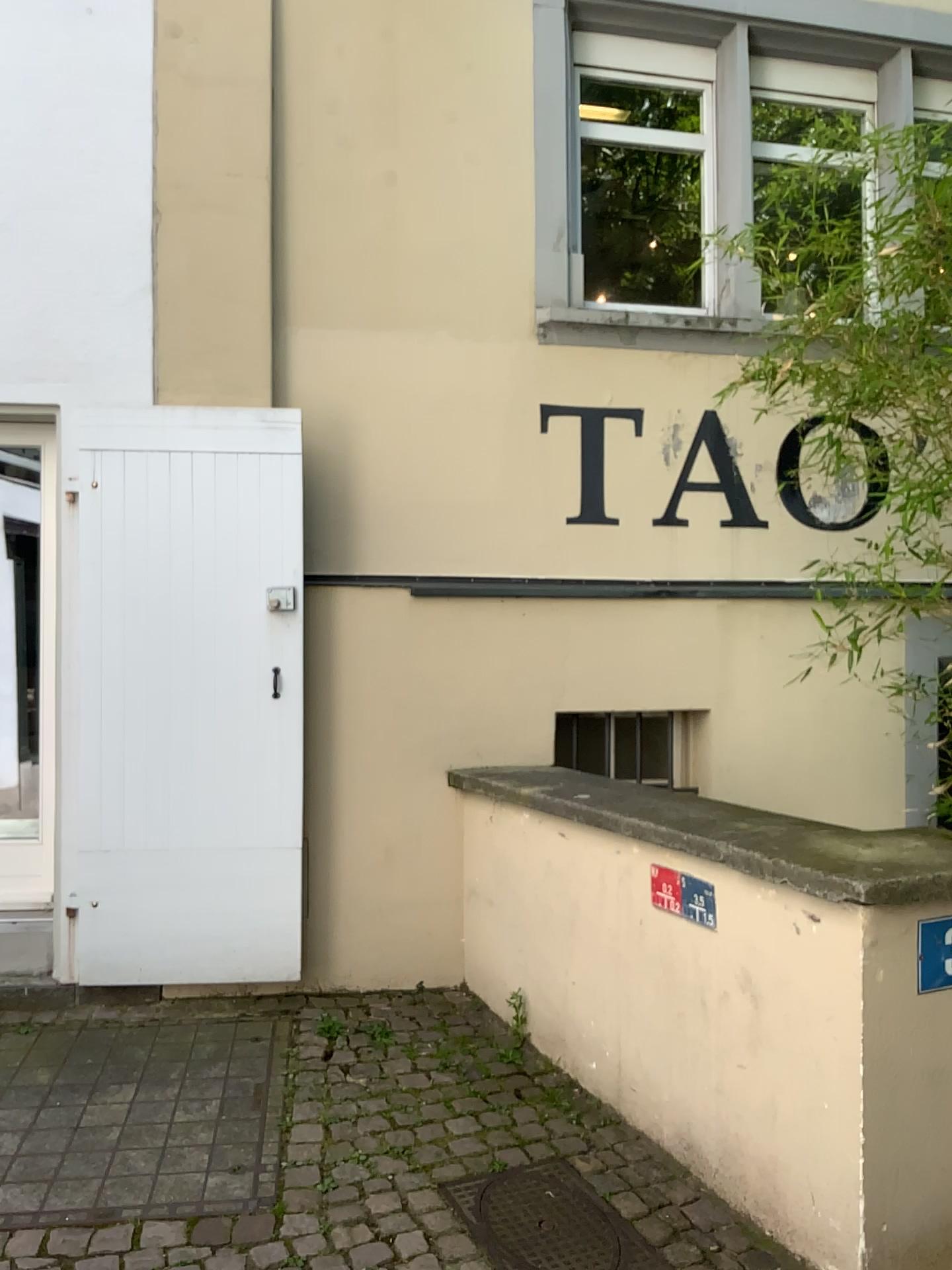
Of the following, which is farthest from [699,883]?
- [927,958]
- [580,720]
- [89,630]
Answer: [89,630]

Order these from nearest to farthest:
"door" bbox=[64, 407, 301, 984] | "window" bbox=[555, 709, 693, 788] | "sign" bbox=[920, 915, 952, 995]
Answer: "sign" bbox=[920, 915, 952, 995] < "door" bbox=[64, 407, 301, 984] < "window" bbox=[555, 709, 693, 788]

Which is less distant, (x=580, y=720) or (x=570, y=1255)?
(x=570, y=1255)

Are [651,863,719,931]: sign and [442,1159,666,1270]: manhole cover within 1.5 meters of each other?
yes

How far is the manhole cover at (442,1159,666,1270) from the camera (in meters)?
2.42

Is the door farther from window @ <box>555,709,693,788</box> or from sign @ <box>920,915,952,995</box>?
sign @ <box>920,915,952,995</box>

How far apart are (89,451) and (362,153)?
1.59m

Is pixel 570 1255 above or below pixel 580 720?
below

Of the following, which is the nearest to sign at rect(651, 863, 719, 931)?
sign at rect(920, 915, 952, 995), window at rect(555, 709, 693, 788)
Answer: sign at rect(920, 915, 952, 995)

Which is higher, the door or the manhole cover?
the door
